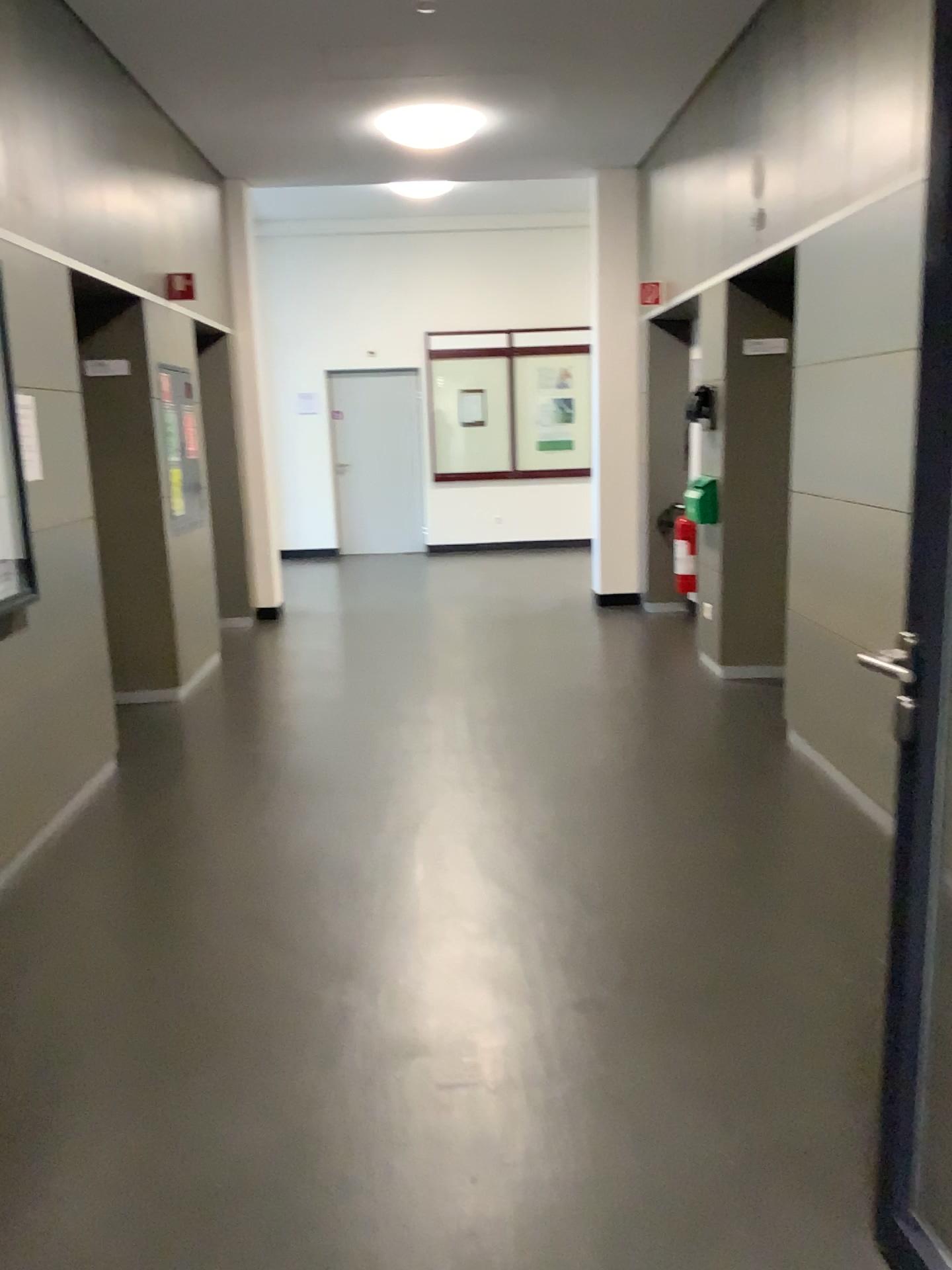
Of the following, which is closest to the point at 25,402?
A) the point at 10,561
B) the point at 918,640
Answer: the point at 10,561

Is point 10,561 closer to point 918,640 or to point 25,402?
point 25,402

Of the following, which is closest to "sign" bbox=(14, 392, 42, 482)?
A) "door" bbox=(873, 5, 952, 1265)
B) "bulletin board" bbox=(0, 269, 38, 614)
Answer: "bulletin board" bbox=(0, 269, 38, 614)

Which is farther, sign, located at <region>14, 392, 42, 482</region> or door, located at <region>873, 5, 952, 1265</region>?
sign, located at <region>14, 392, 42, 482</region>

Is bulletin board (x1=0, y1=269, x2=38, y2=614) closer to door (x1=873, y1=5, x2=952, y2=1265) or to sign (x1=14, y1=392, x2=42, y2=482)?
sign (x1=14, y1=392, x2=42, y2=482)

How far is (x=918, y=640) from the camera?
1.5 meters

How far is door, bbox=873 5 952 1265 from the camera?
1.5m

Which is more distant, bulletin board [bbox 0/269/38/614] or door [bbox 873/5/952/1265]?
bulletin board [bbox 0/269/38/614]

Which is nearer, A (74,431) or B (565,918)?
B (565,918)
